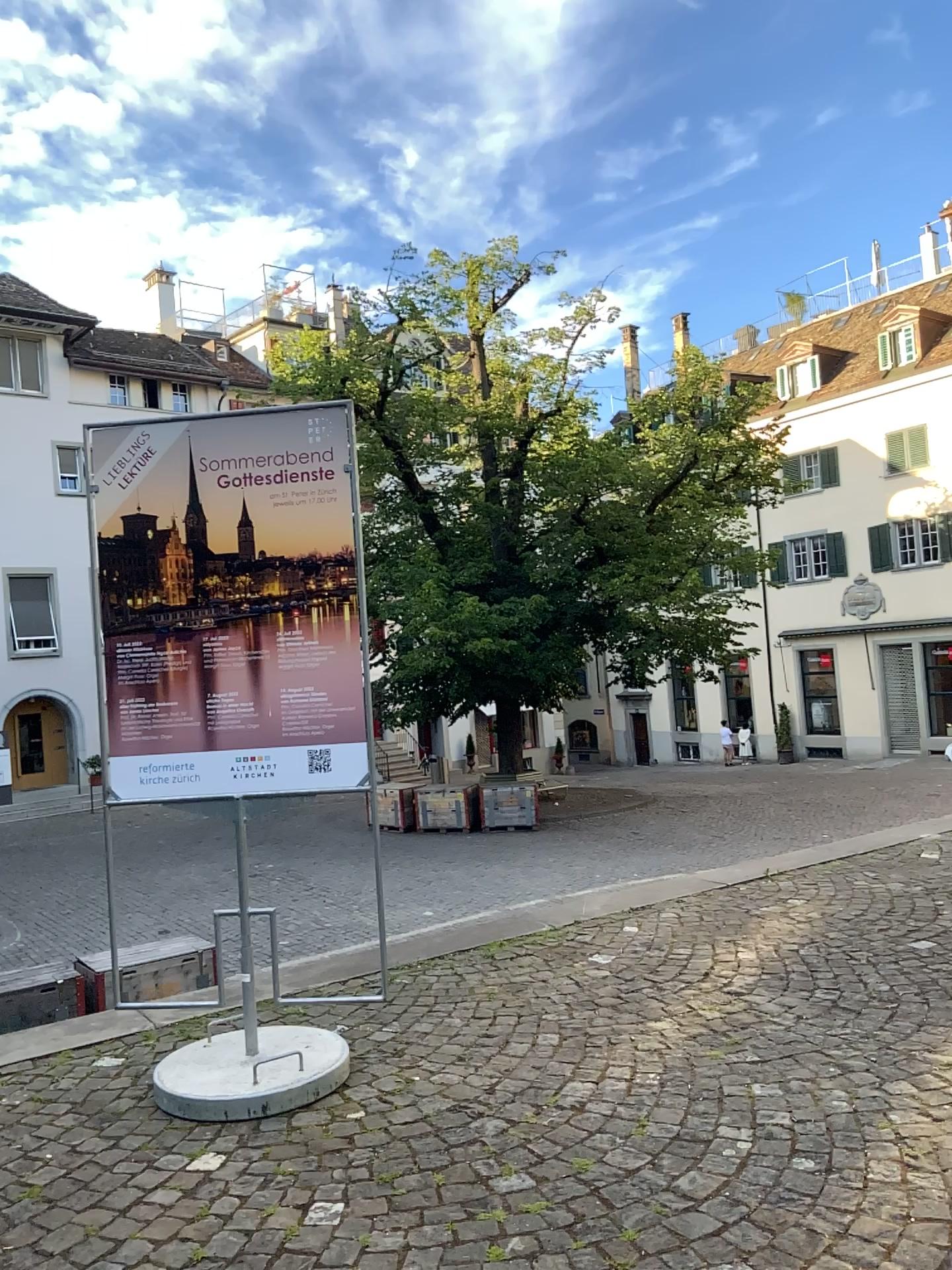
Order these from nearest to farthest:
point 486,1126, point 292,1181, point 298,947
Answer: point 292,1181 → point 486,1126 → point 298,947
